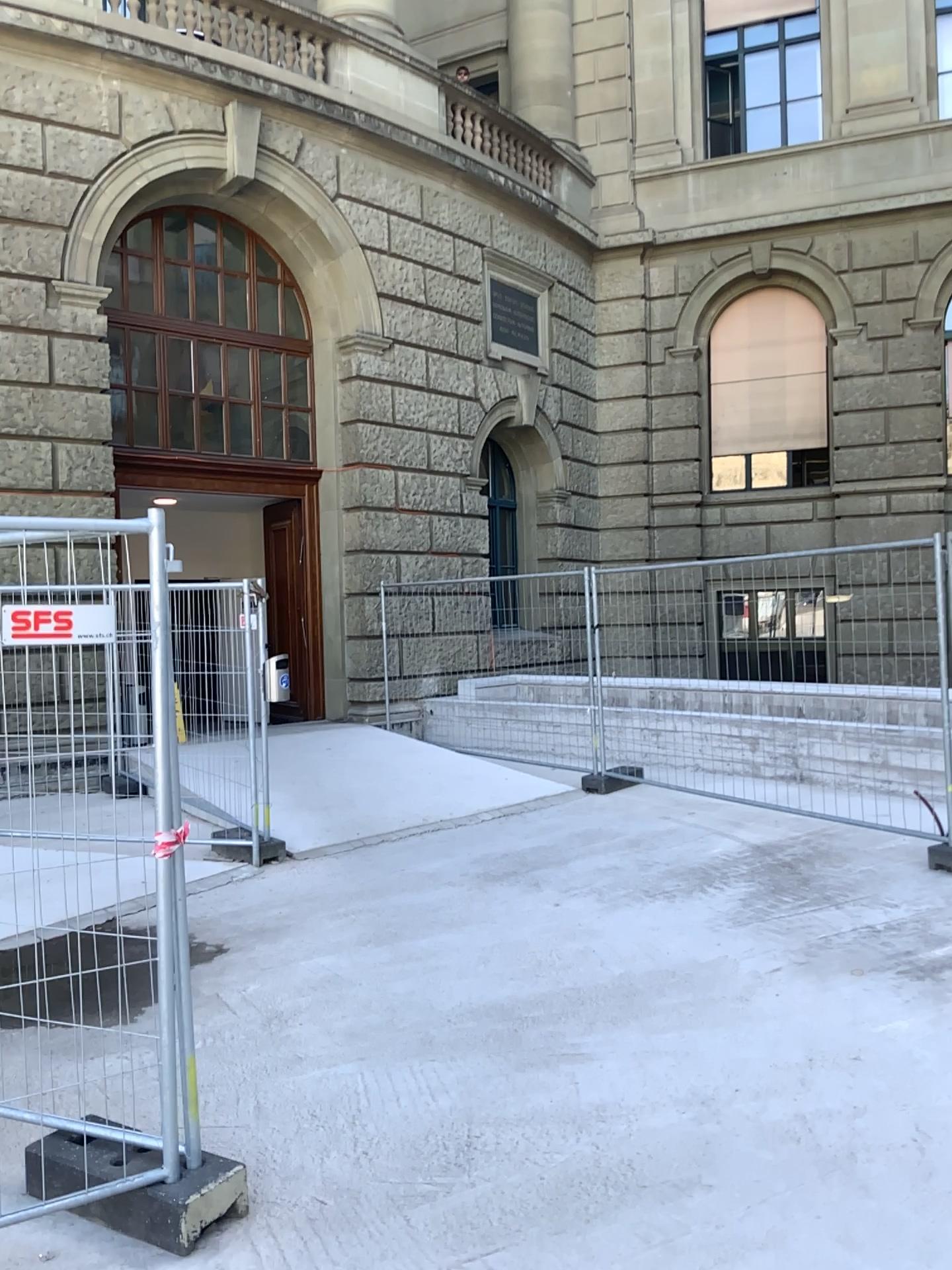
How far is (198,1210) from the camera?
2.8 meters

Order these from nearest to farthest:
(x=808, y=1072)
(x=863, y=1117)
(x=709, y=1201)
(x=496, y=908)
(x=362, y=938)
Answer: (x=709, y=1201) → (x=863, y=1117) → (x=808, y=1072) → (x=362, y=938) → (x=496, y=908)

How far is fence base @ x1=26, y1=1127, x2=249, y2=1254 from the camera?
2.8 meters
